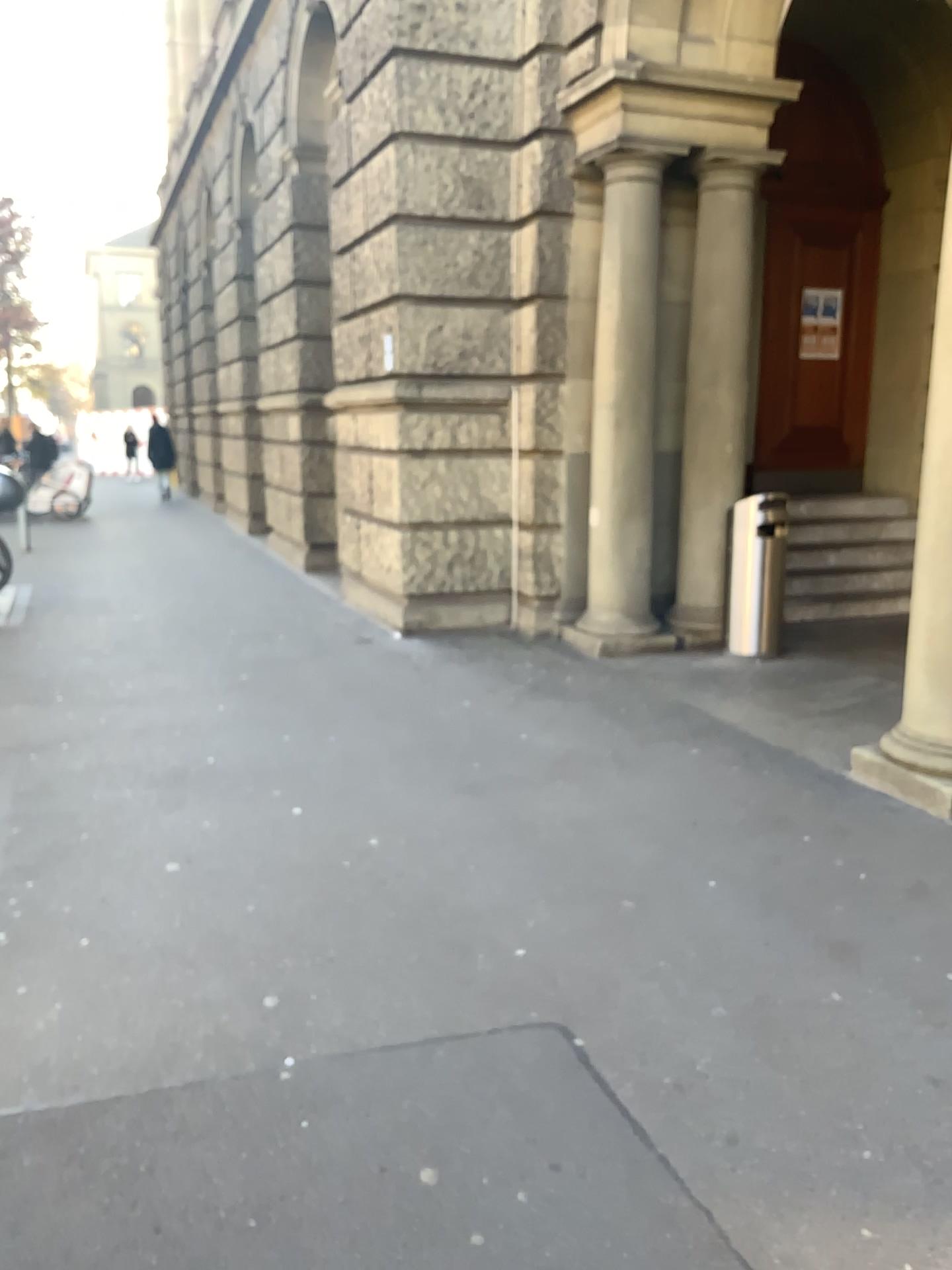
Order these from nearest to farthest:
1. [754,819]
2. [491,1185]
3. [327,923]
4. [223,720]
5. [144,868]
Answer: [491,1185], [327,923], [144,868], [754,819], [223,720]
